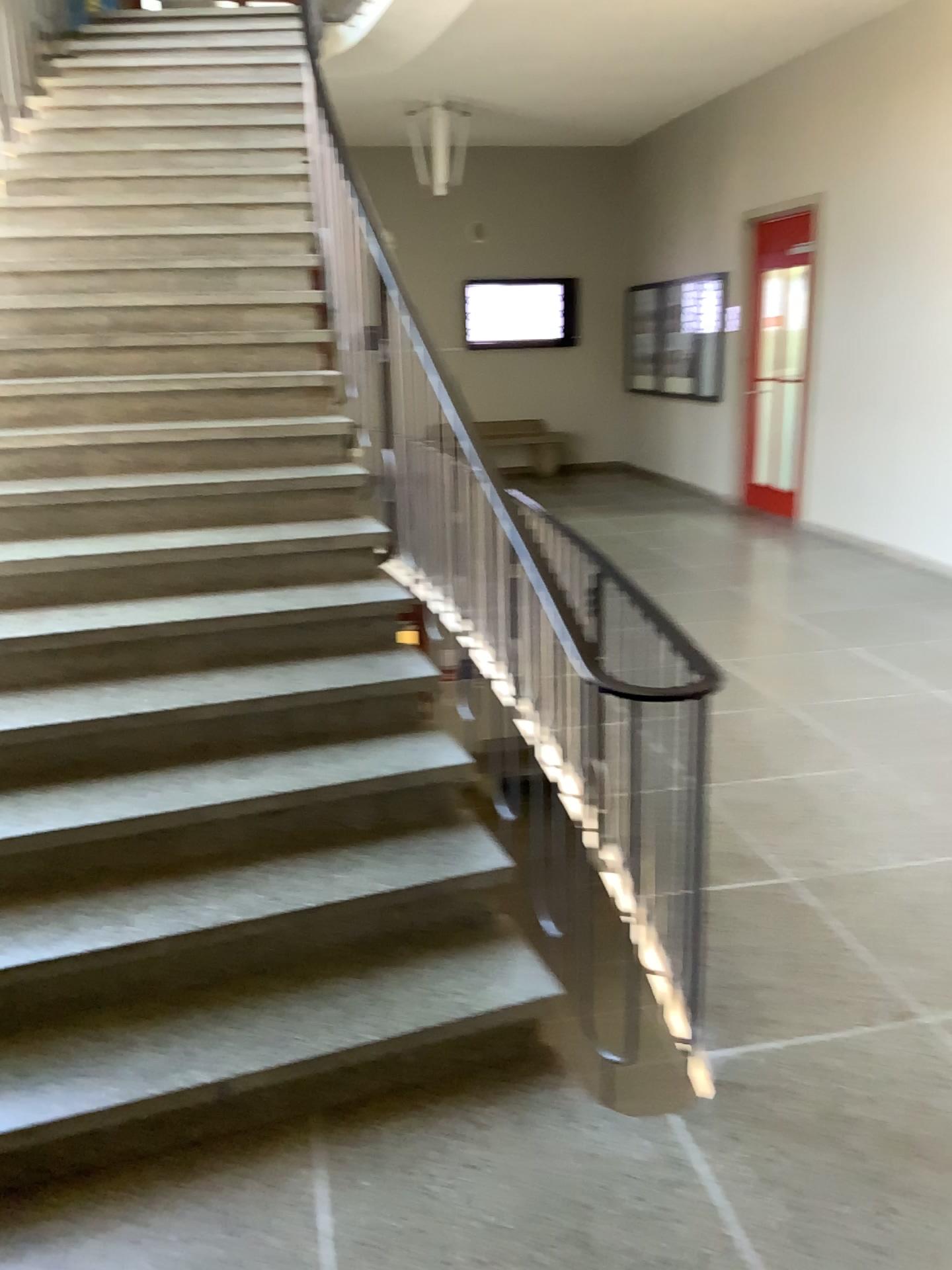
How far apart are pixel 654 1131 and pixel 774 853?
1.24m
